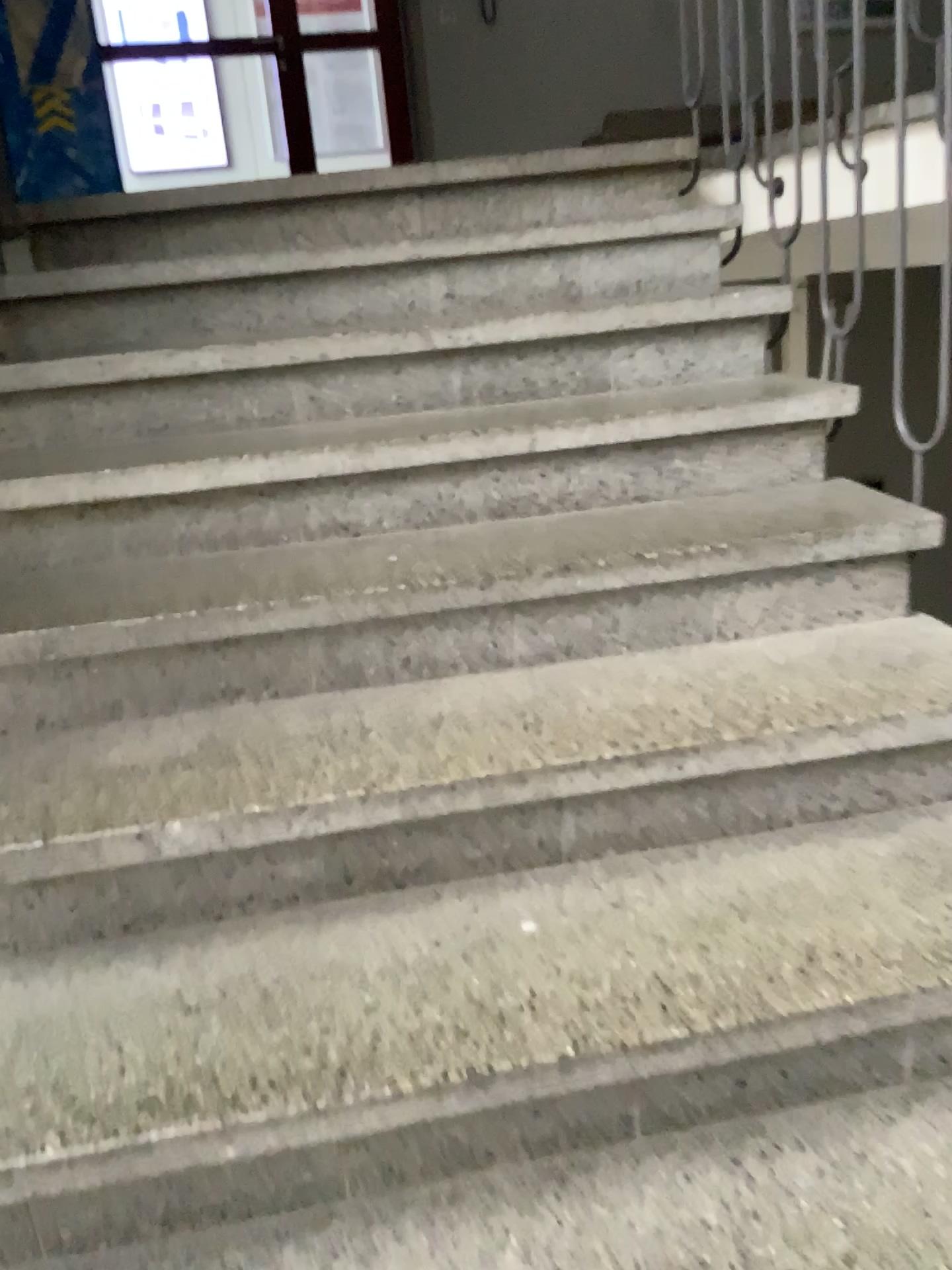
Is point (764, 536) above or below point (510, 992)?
above
